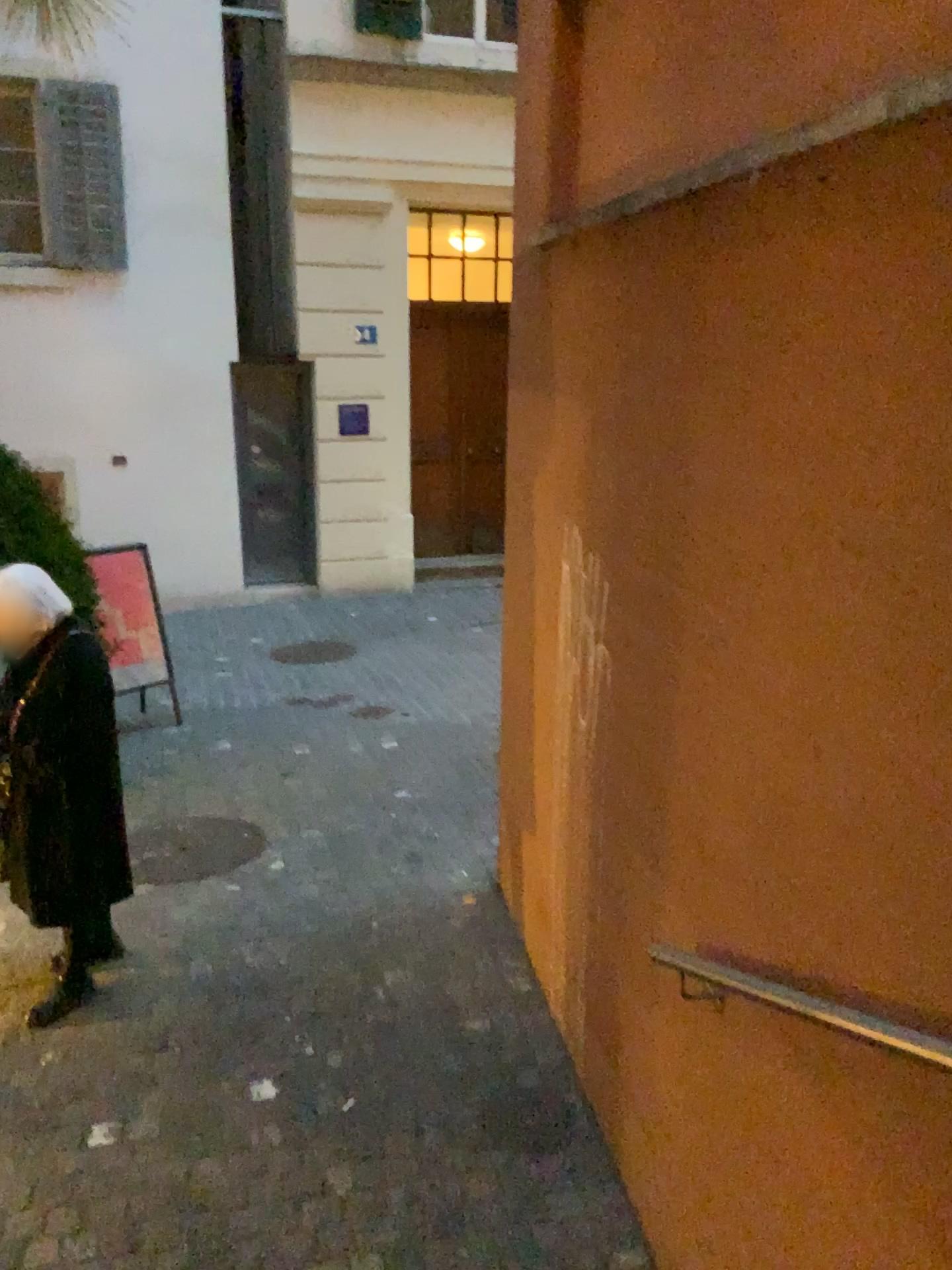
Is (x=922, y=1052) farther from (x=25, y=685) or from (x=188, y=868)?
(x=188, y=868)

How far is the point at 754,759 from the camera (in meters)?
1.94

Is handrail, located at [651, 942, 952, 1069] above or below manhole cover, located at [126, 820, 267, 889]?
above

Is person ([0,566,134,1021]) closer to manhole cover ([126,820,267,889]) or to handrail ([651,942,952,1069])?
manhole cover ([126,820,267,889])

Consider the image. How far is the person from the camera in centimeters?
333cm

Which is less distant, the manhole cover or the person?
the person

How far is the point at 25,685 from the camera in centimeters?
333cm

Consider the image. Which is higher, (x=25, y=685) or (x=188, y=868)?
(x=25, y=685)

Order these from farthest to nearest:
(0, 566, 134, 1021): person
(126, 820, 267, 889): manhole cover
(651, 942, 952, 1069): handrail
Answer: (126, 820, 267, 889): manhole cover
(0, 566, 134, 1021): person
(651, 942, 952, 1069): handrail

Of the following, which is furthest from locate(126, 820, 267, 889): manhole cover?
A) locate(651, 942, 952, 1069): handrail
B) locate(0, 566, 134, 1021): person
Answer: locate(651, 942, 952, 1069): handrail
